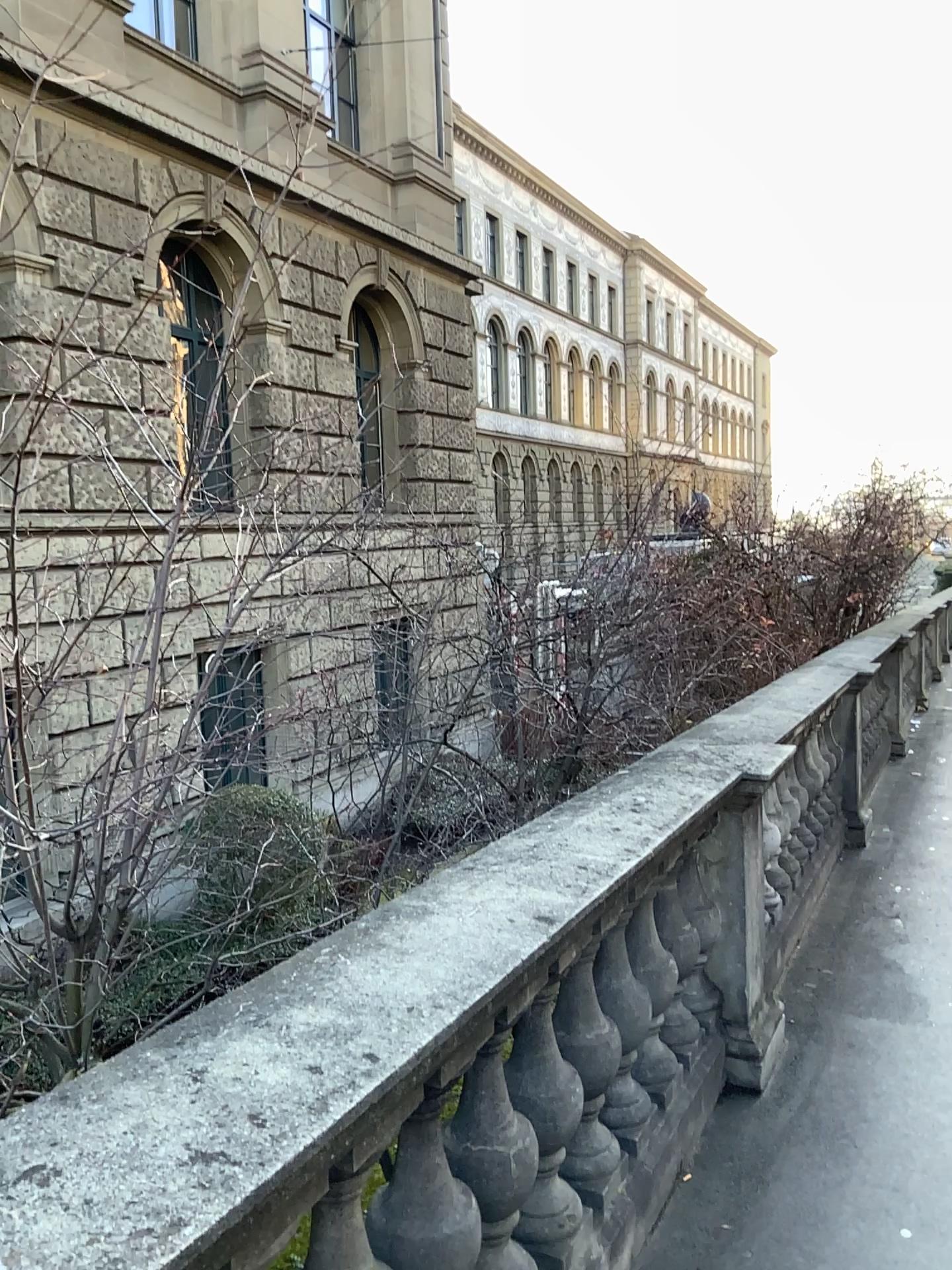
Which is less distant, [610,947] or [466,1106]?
[466,1106]

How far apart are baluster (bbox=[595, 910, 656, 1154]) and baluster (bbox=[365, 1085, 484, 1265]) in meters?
0.7 m

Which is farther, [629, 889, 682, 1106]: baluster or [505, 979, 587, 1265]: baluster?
[629, 889, 682, 1106]: baluster

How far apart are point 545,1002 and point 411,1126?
0.42m

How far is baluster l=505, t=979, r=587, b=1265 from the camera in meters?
2.1 m

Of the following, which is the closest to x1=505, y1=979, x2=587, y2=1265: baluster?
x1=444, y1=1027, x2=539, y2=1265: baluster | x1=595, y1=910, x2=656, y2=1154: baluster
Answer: x1=444, y1=1027, x2=539, y2=1265: baluster

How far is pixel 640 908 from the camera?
2.8m

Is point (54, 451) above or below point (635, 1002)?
above

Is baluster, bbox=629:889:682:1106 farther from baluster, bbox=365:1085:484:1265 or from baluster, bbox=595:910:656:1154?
baluster, bbox=365:1085:484:1265

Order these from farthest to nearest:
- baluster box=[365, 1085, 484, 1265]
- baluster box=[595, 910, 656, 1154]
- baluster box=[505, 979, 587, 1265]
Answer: baluster box=[595, 910, 656, 1154] < baluster box=[505, 979, 587, 1265] < baluster box=[365, 1085, 484, 1265]
